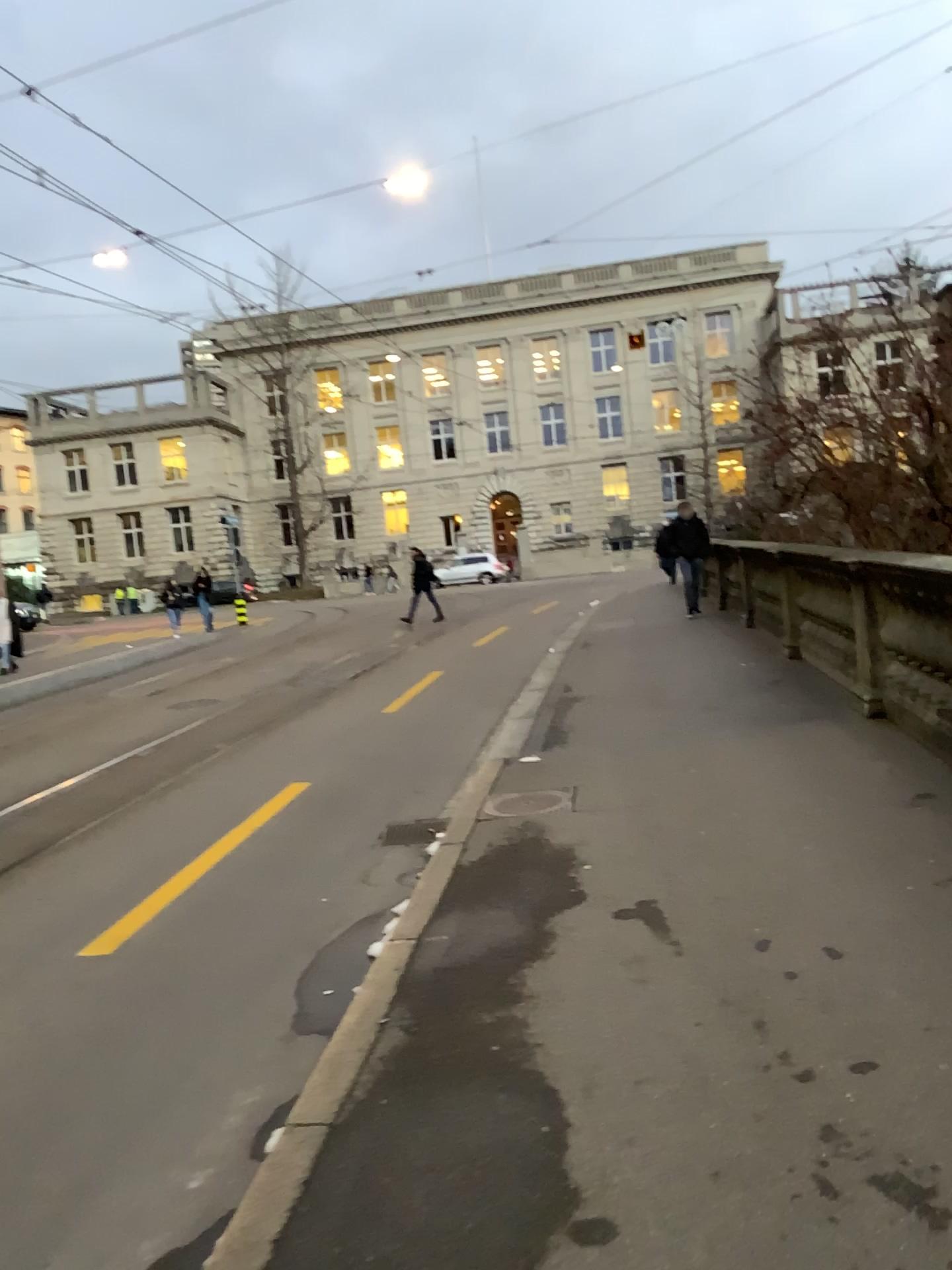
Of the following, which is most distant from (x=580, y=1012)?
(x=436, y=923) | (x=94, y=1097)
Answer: (x=94, y=1097)
